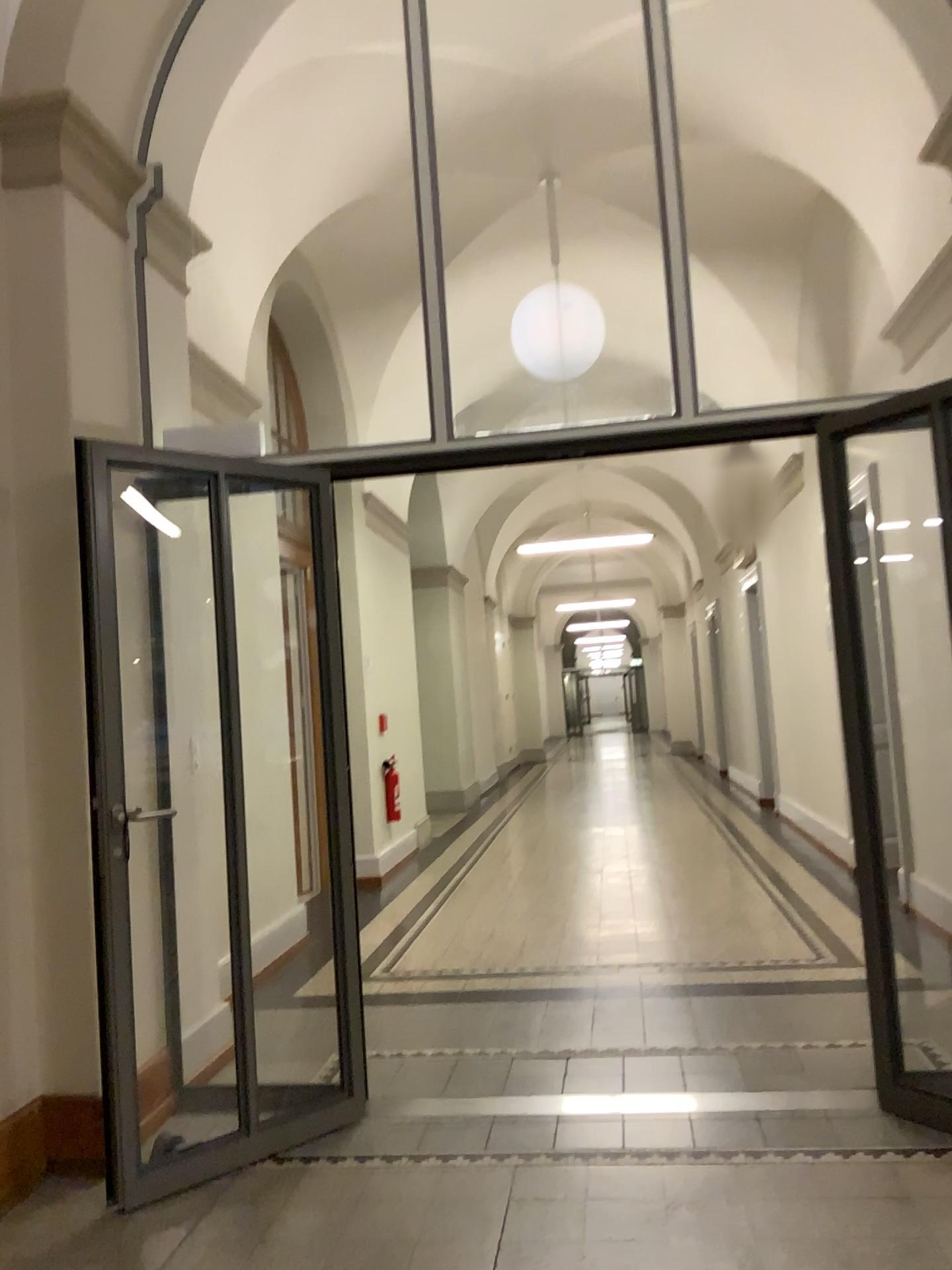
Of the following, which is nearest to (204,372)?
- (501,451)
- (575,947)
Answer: (501,451)
